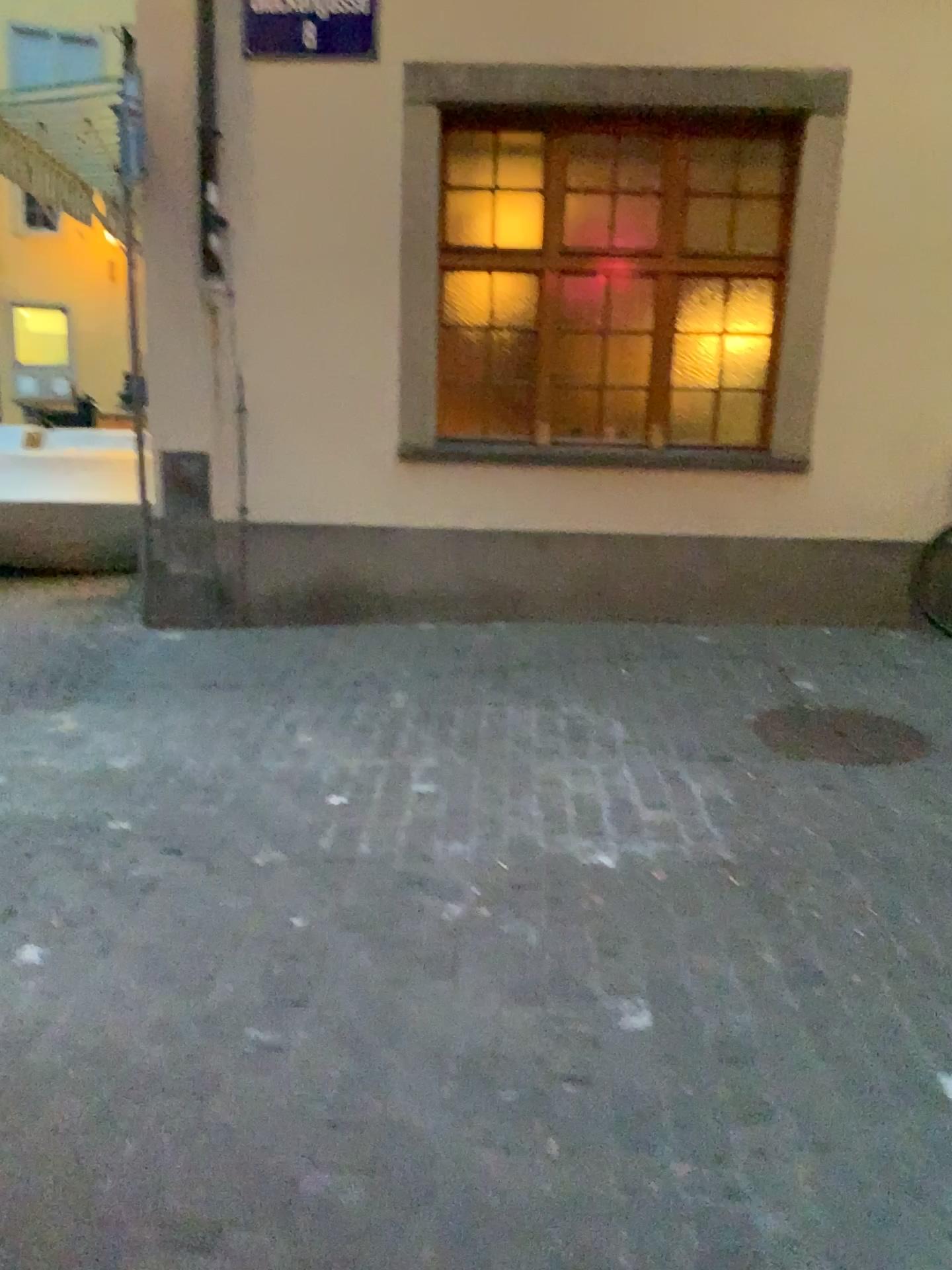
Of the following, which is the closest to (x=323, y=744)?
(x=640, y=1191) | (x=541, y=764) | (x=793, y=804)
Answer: (x=541, y=764)
